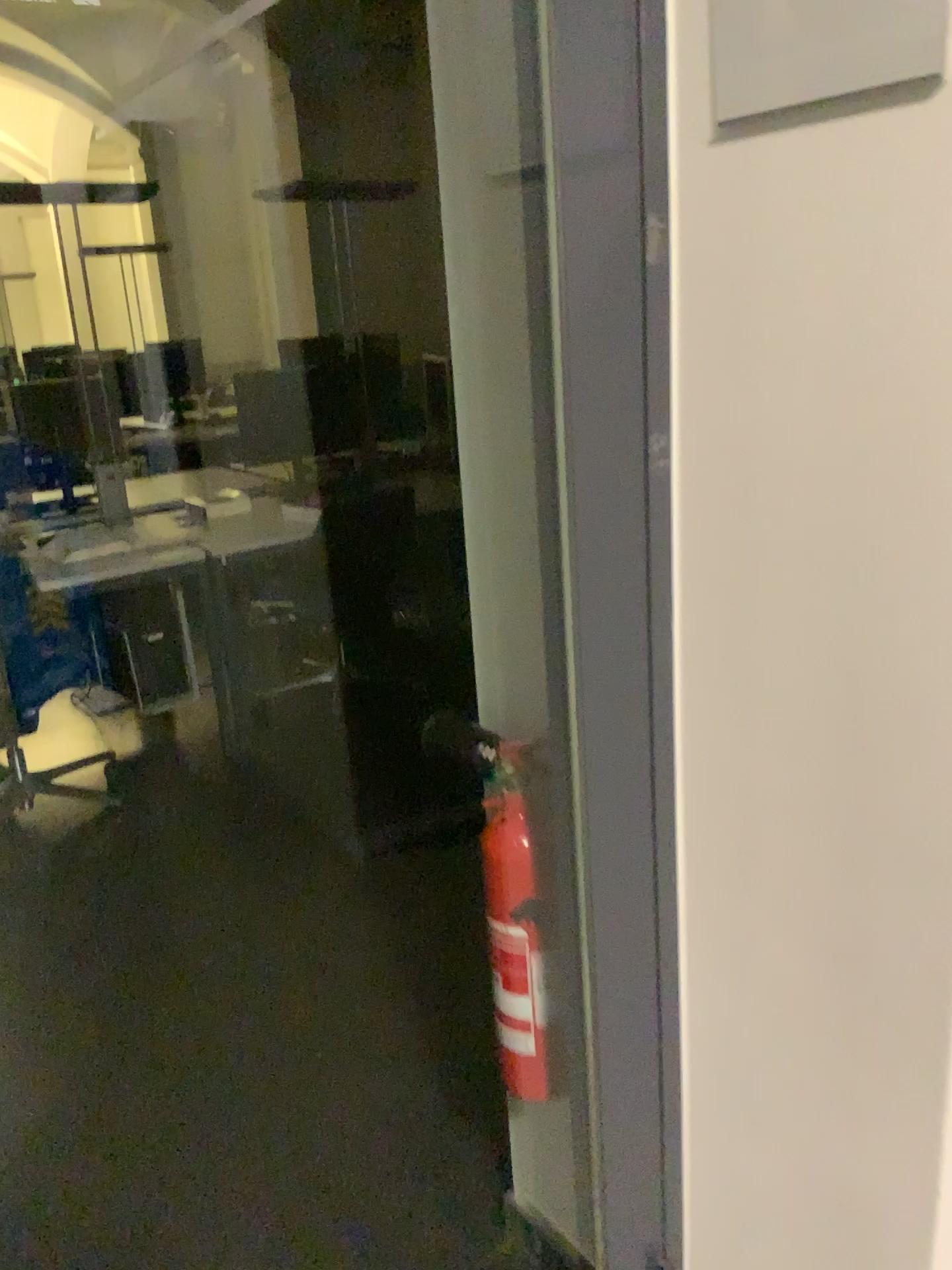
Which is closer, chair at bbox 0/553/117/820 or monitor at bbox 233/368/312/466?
chair at bbox 0/553/117/820

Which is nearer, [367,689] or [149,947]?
[149,947]

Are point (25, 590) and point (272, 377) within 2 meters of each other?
yes

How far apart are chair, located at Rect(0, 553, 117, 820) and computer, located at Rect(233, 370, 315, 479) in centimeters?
105cm

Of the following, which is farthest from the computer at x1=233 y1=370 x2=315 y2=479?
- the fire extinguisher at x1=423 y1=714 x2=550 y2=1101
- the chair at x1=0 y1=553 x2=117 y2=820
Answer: the fire extinguisher at x1=423 y1=714 x2=550 y2=1101

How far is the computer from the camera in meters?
4.1 m

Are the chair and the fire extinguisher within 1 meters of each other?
no

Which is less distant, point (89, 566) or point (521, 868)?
point (521, 868)

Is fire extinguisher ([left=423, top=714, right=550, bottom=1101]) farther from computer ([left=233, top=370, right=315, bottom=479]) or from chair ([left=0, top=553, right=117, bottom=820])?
computer ([left=233, top=370, right=315, bottom=479])

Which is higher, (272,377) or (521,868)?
(272,377)
